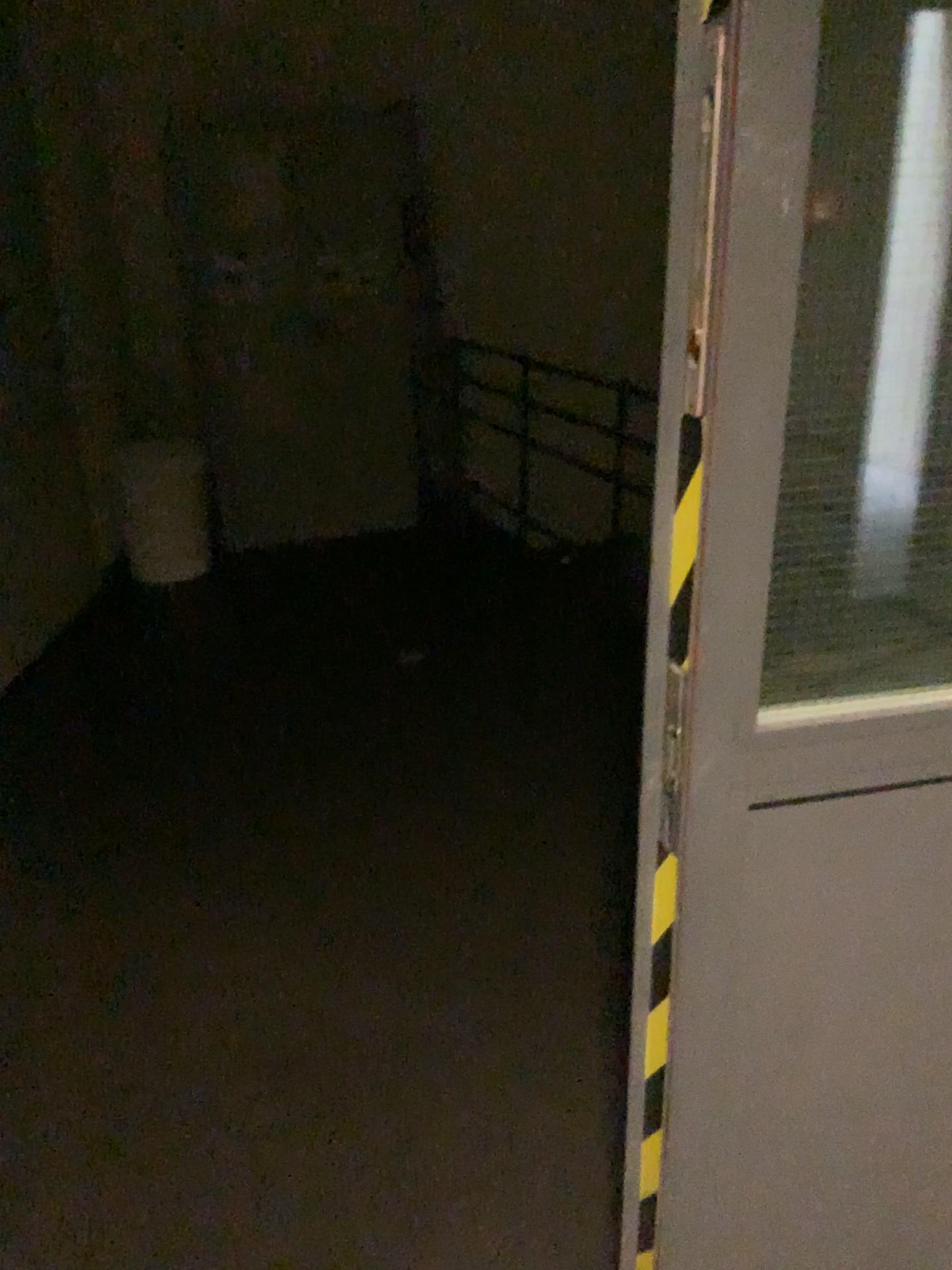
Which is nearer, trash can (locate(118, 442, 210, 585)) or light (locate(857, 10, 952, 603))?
light (locate(857, 10, 952, 603))

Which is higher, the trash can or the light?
the light

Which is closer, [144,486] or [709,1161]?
[709,1161]

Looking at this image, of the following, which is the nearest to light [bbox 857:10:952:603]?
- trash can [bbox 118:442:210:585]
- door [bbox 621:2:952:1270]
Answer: door [bbox 621:2:952:1270]

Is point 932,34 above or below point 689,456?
above

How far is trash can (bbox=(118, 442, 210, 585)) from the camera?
4.65m

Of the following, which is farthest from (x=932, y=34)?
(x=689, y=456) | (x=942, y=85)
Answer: (x=689, y=456)

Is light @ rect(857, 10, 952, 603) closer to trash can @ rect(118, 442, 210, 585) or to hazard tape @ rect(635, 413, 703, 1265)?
hazard tape @ rect(635, 413, 703, 1265)

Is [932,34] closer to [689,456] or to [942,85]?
[942,85]

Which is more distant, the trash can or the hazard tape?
the trash can
